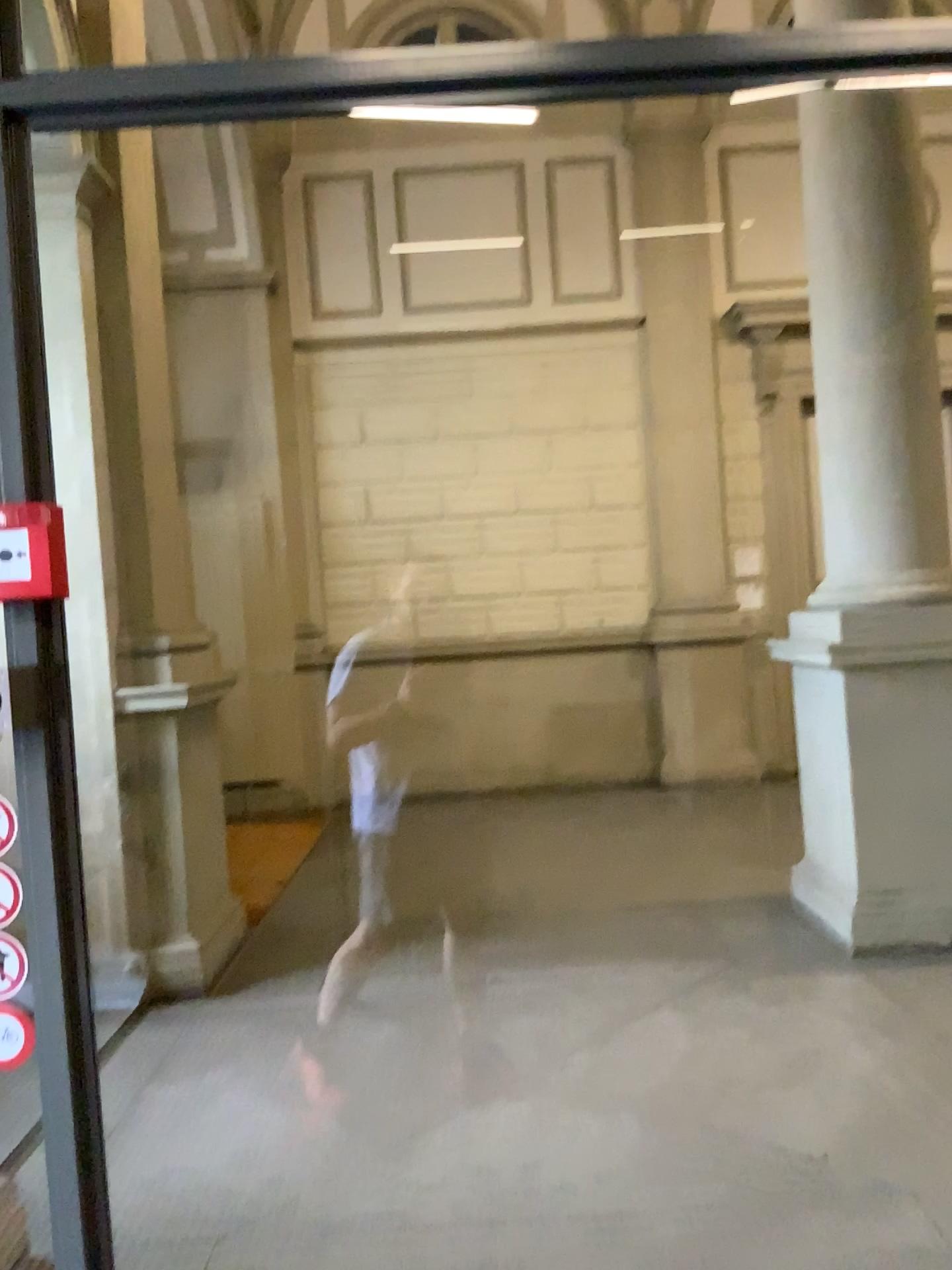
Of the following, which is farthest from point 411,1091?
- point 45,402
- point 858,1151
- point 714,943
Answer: point 45,402
